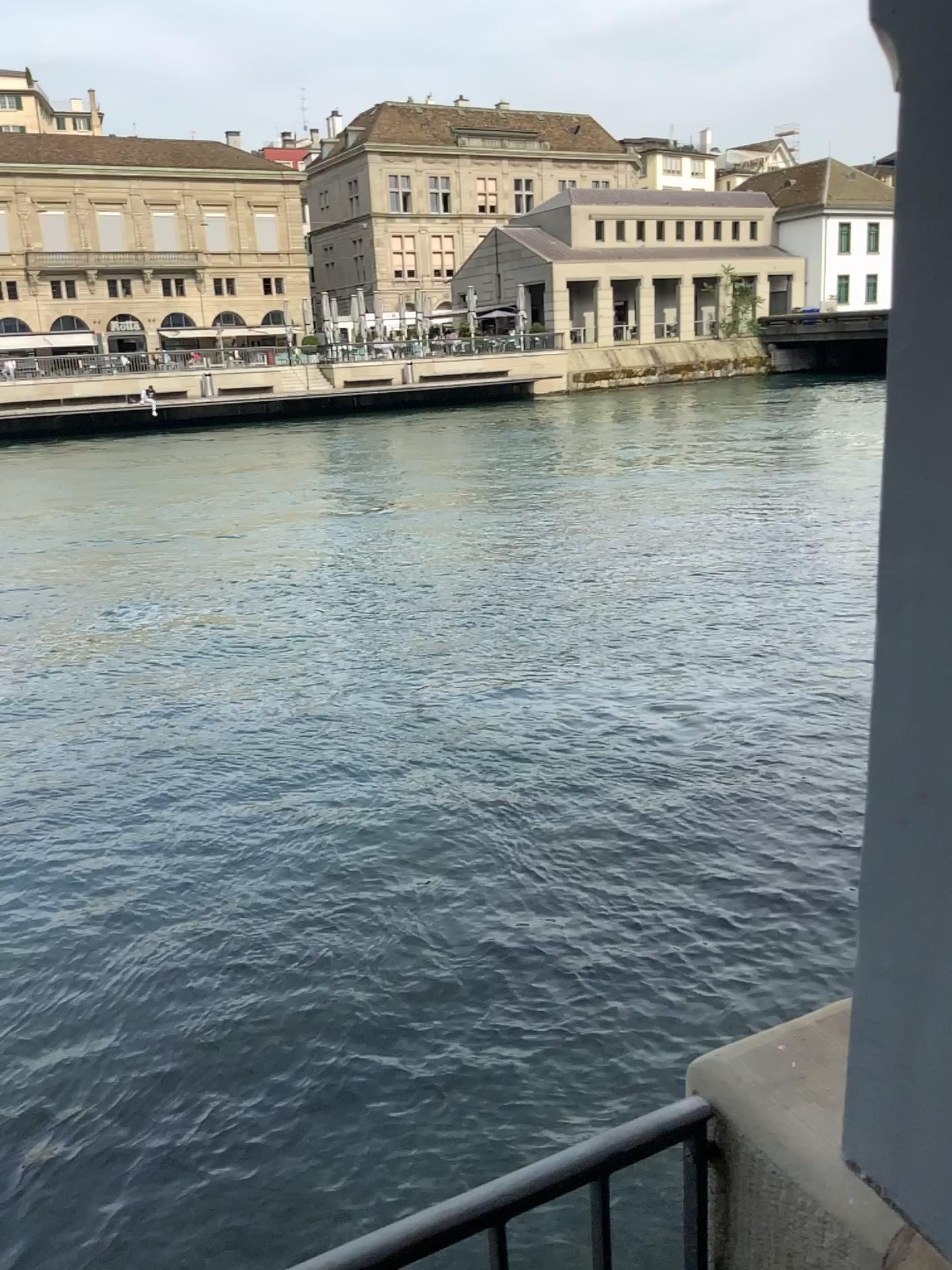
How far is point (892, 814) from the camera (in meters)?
0.96
